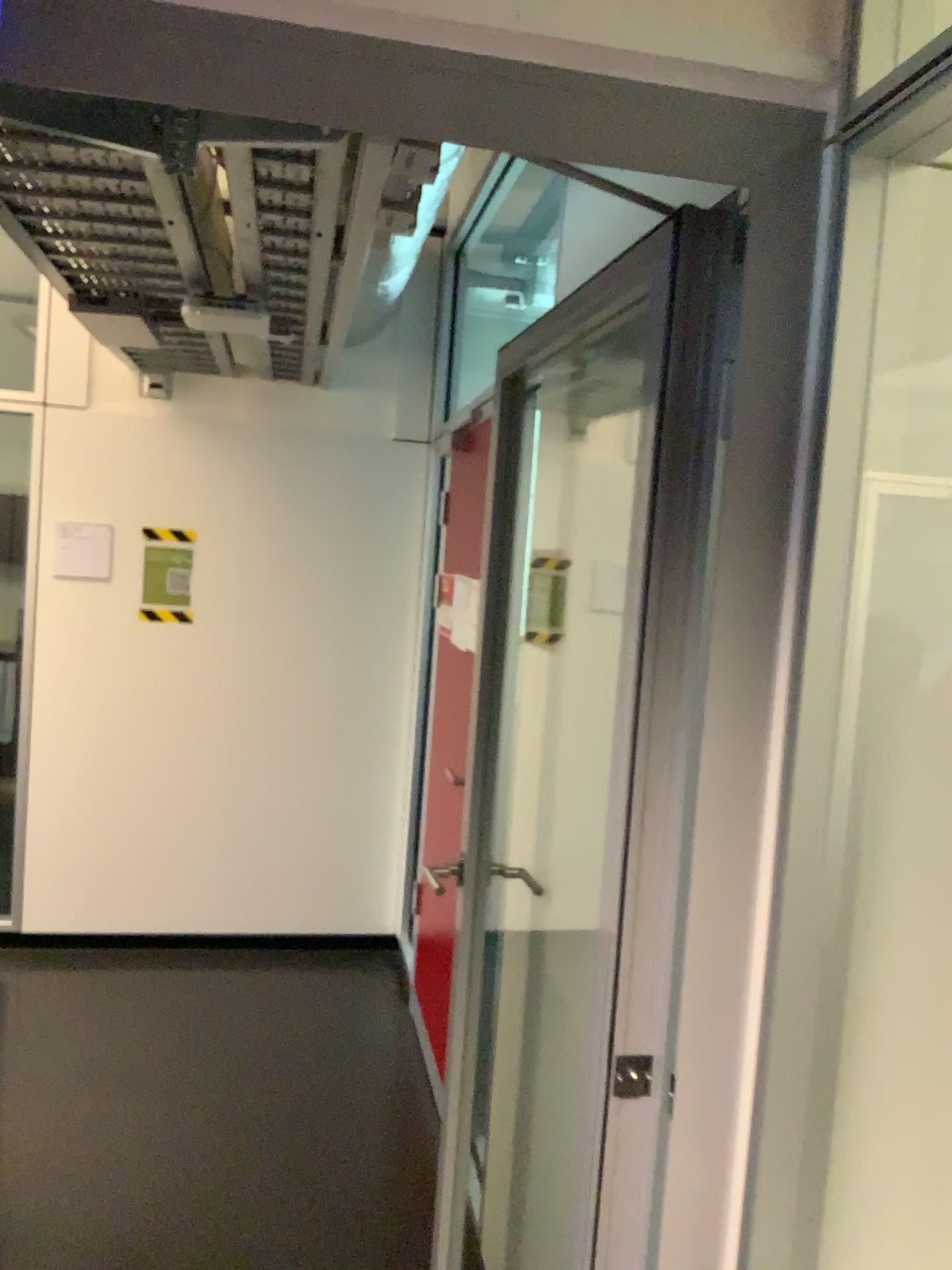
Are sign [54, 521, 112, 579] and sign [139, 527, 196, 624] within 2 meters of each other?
yes

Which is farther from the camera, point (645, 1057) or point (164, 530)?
point (164, 530)

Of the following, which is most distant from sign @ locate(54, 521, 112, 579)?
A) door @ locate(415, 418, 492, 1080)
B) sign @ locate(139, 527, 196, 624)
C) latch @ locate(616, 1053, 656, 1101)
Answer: latch @ locate(616, 1053, 656, 1101)

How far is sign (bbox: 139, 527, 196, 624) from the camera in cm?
423

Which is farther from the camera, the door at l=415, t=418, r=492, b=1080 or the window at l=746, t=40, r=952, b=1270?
the door at l=415, t=418, r=492, b=1080

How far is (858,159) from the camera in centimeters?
113cm

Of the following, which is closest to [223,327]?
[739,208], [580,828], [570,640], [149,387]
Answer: [149,387]

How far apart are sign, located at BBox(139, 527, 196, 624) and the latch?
3.3 meters

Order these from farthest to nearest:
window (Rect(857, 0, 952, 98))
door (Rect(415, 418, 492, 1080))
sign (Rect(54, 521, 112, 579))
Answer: sign (Rect(54, 521, 112, 579)), door (Rect(415, 418, 492, 1080)), window (Rect(857, 0, 952, 98))

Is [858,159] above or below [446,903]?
above
